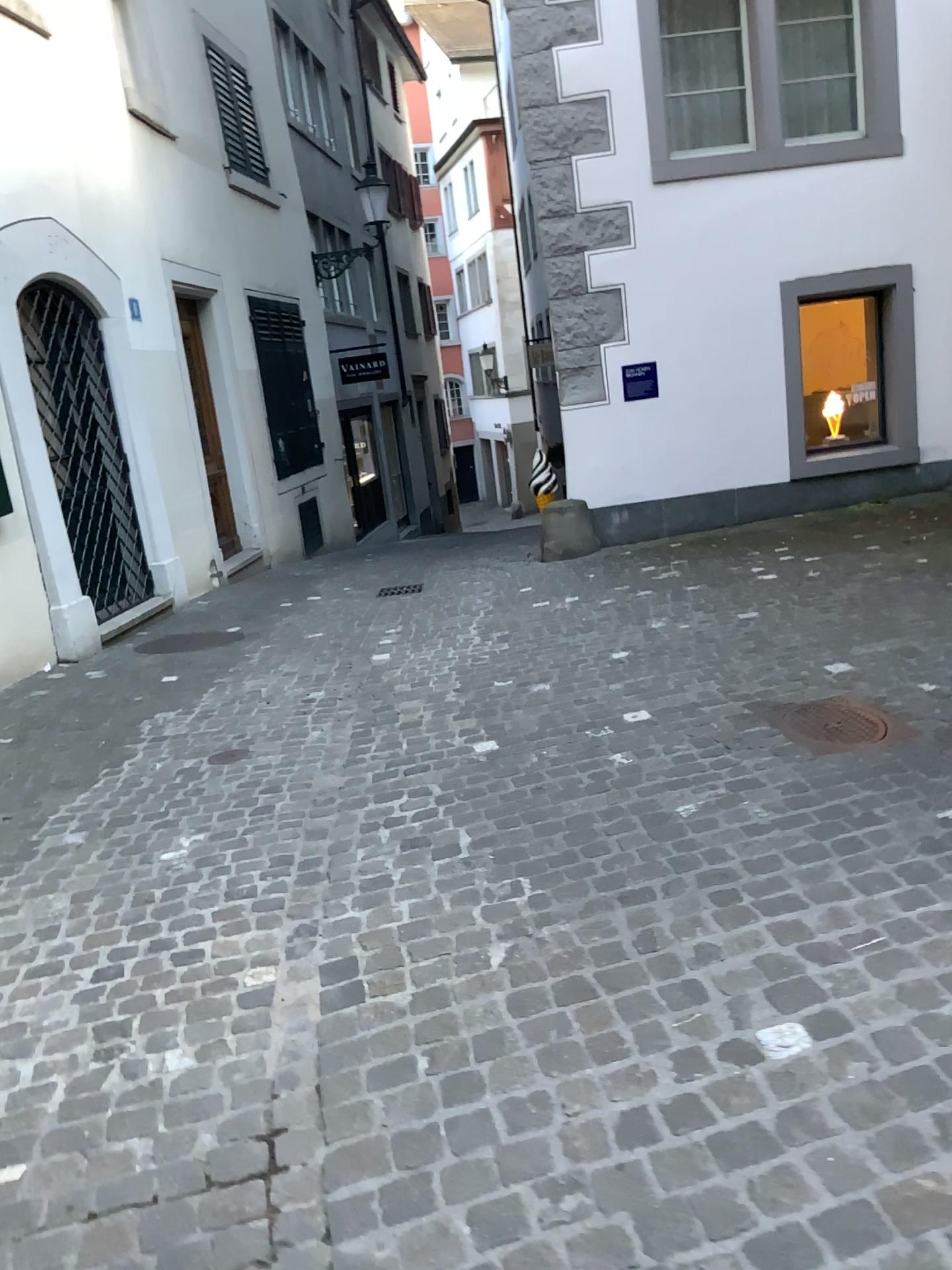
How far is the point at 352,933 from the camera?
2.74m
